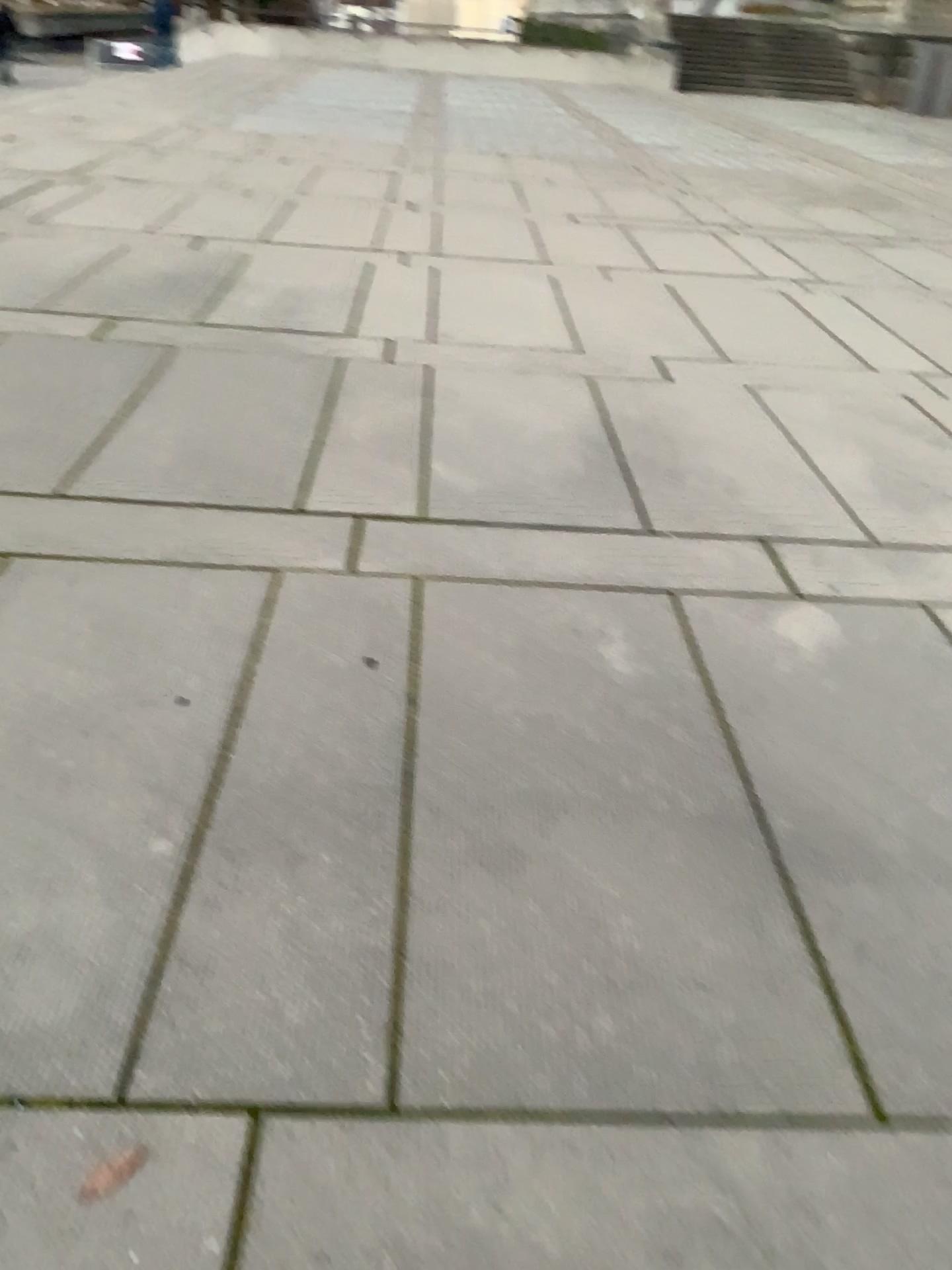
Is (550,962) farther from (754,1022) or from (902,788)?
(902,788)
